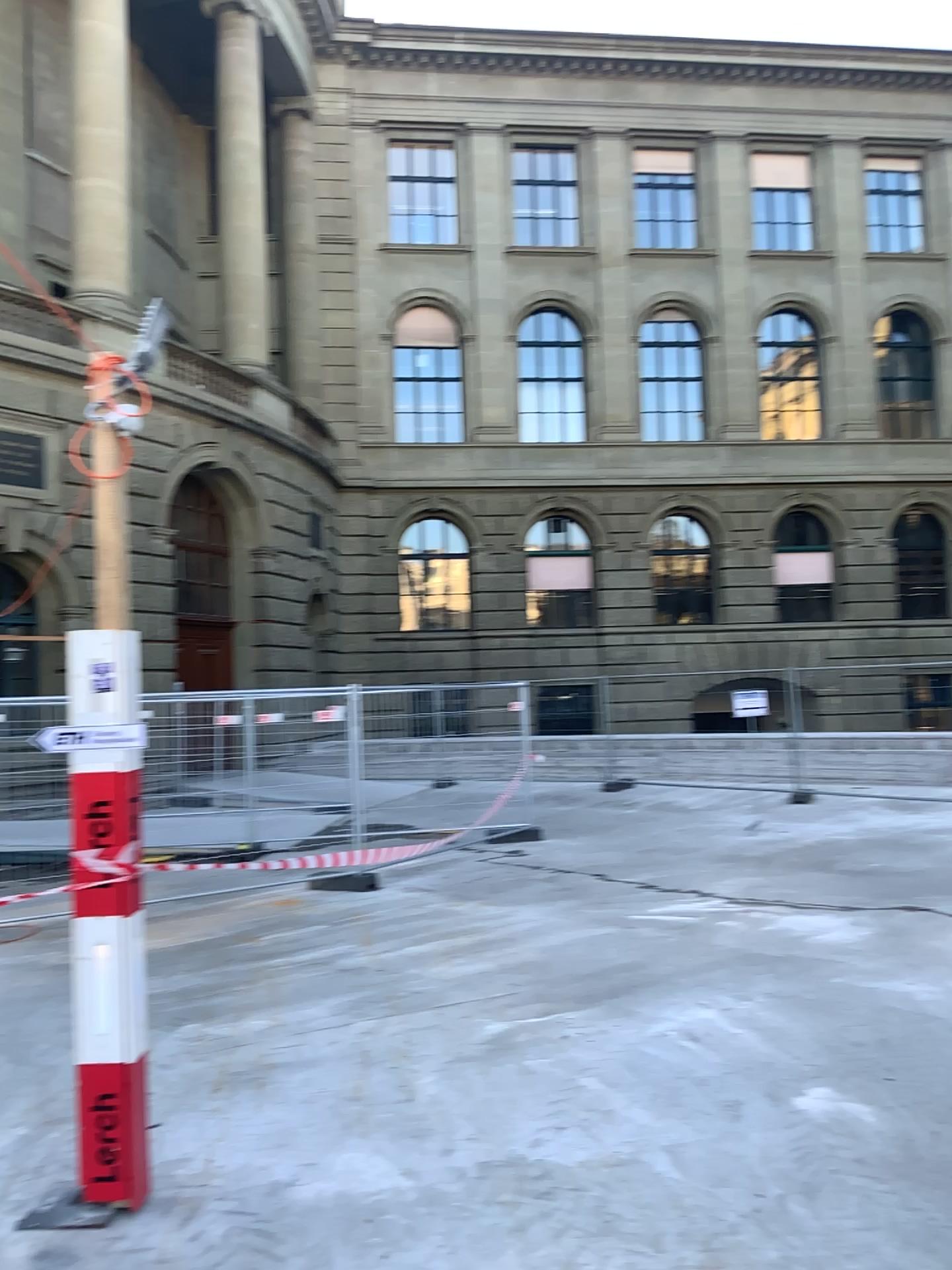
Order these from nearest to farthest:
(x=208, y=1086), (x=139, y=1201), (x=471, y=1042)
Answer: (x=139, y=1201), (x=208, y=1086), (x=471, y=1042)
